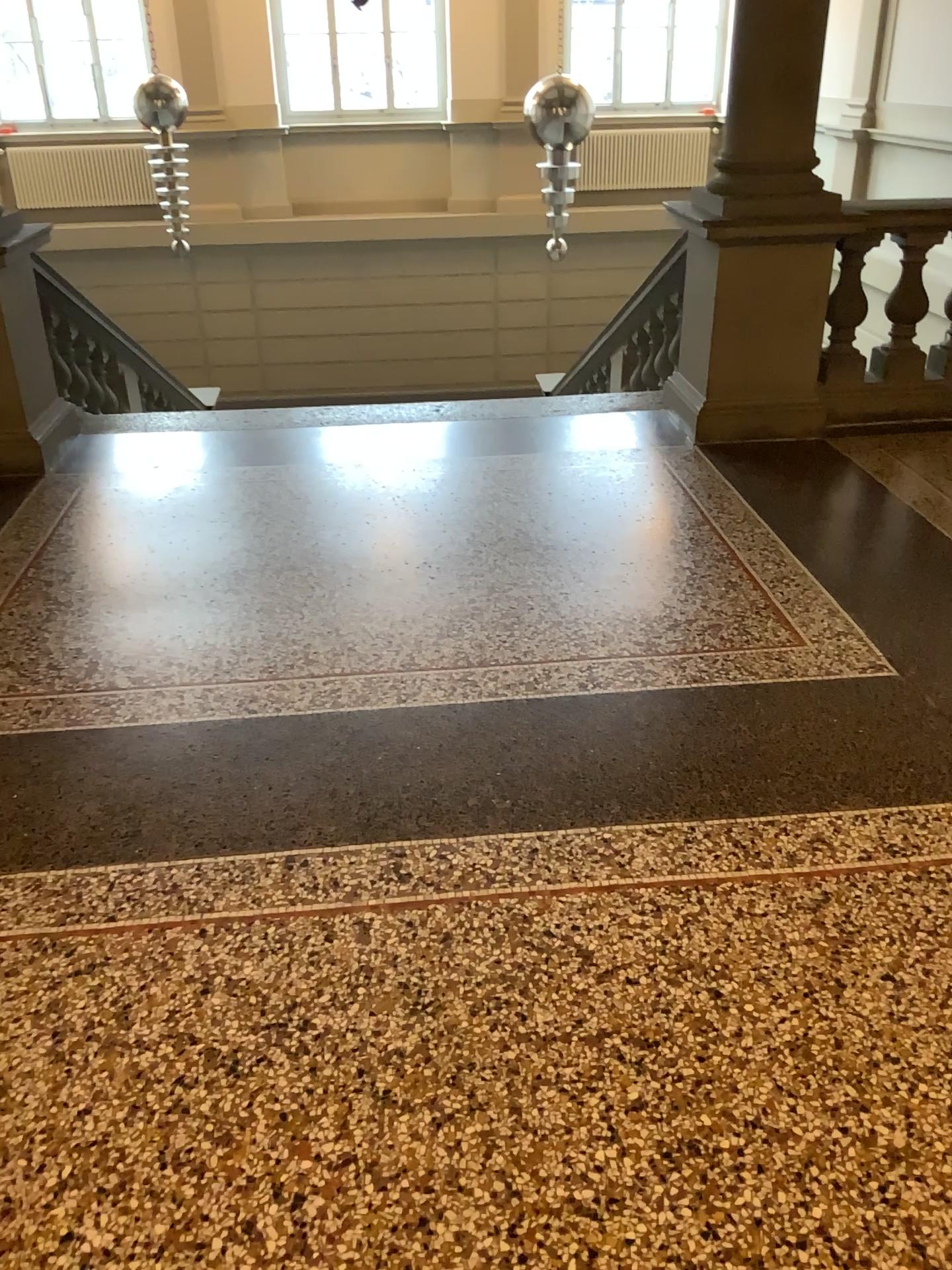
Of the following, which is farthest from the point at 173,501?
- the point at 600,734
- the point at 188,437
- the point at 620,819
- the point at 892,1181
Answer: the point at 892,1181
